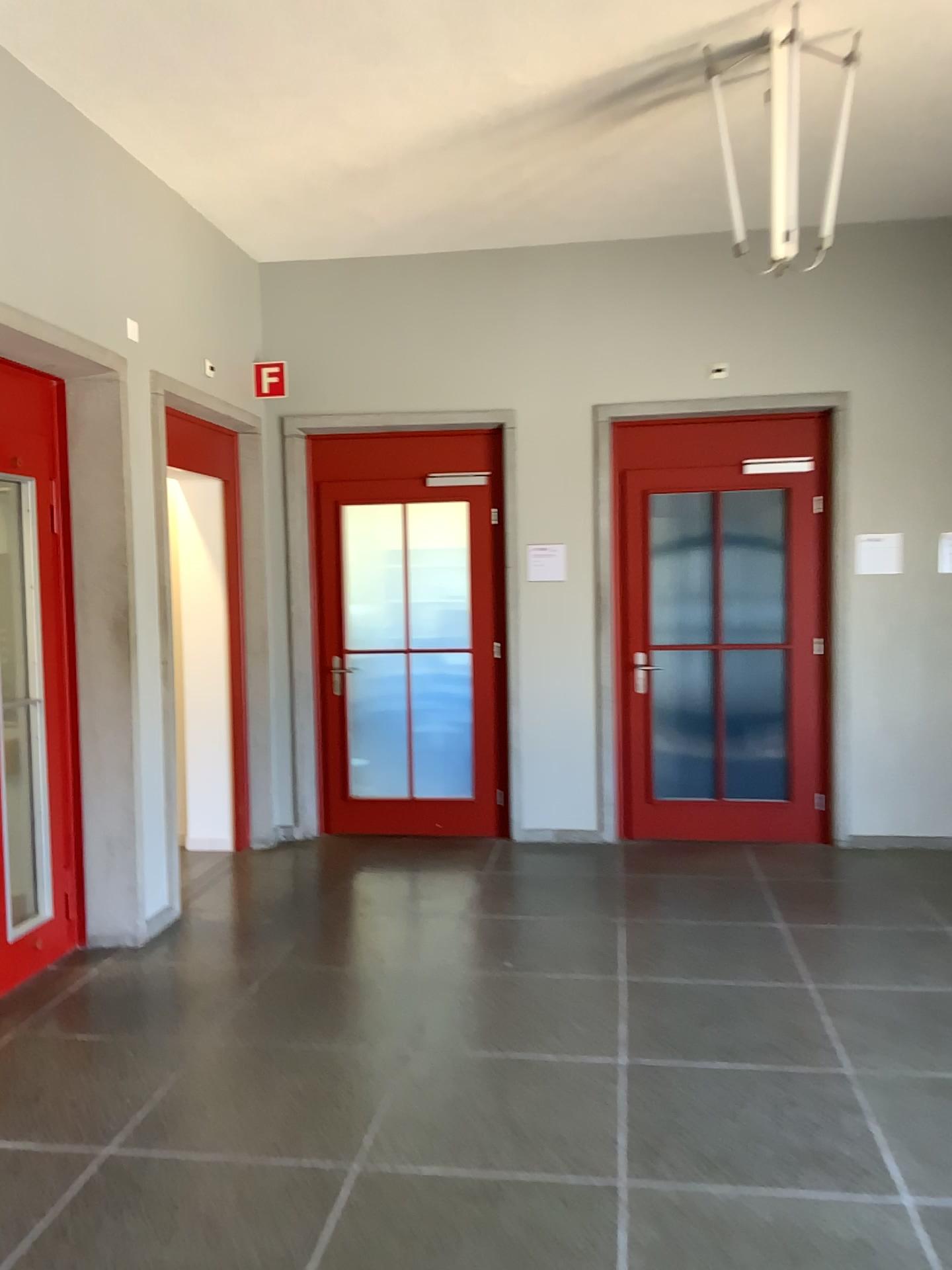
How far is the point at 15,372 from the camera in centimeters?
409cm

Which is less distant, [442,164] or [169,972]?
[169,972]

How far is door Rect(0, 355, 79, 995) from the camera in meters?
4.1 m
